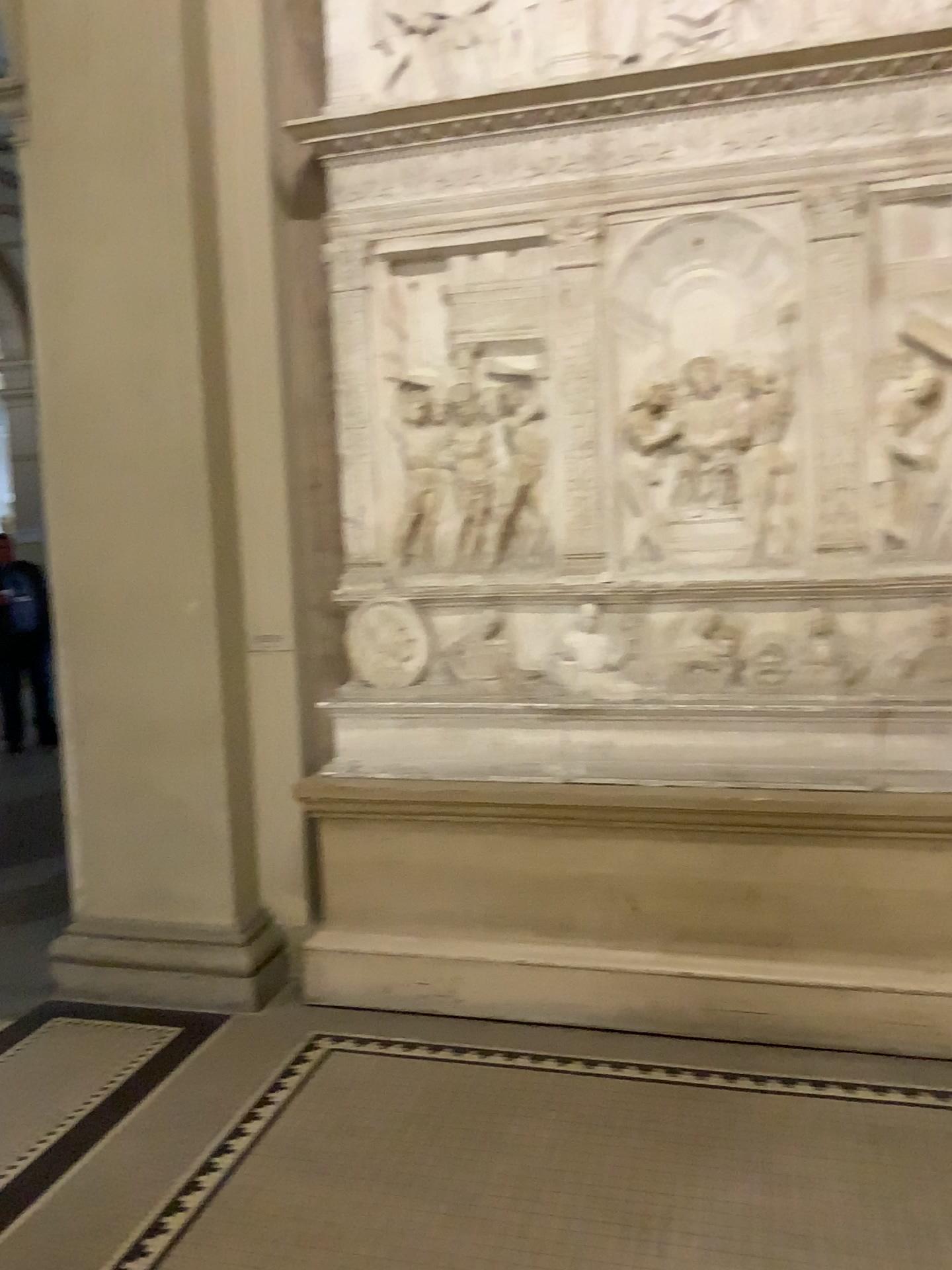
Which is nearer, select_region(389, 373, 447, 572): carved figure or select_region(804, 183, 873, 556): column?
select_region(804, 183, 873, 556): column

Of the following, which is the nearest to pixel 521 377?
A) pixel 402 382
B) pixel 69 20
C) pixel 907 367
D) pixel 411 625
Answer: pixel 402 382

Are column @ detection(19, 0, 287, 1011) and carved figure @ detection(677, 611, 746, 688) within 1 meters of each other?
no

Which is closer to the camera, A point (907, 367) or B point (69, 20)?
A point (907, 367)

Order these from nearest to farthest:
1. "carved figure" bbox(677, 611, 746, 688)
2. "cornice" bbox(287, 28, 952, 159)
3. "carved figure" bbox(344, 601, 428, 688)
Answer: "cornice" bbox(287, 28, 952, 159), "carved figure" bbox(677, 611, 746, 688), "carved figure" bbox(344, 601, 428, 688)

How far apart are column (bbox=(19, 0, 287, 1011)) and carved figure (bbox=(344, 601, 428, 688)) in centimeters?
40cm

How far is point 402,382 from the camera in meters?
3.5 m

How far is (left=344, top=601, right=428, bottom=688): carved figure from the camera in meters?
3.6

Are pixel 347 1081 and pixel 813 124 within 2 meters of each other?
no

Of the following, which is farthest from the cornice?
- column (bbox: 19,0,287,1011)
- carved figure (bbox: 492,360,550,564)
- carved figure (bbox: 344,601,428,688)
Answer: carved figure (bbox: 344,601,428,688)
